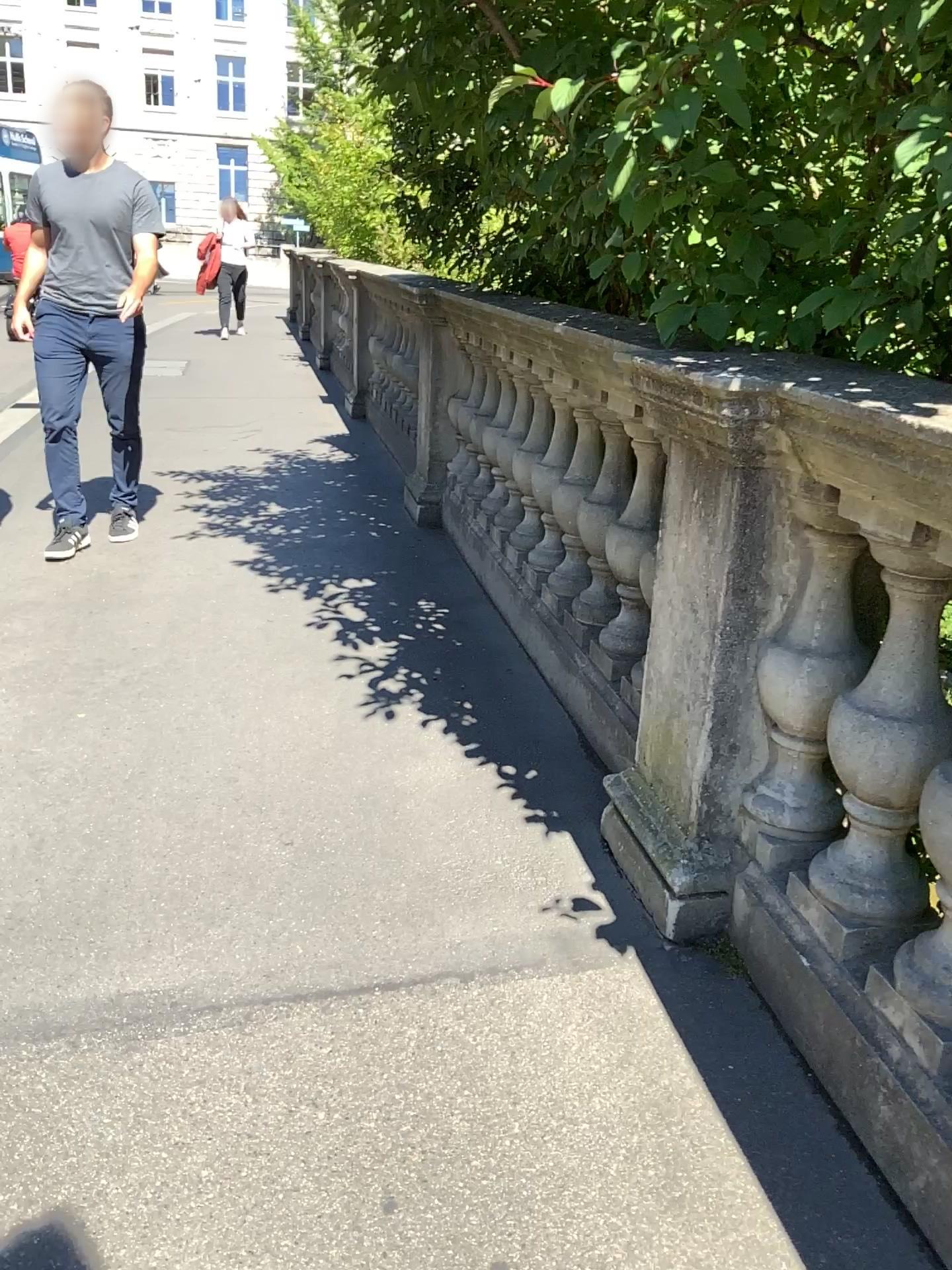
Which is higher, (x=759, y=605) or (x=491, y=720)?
(x=759, y=605)
